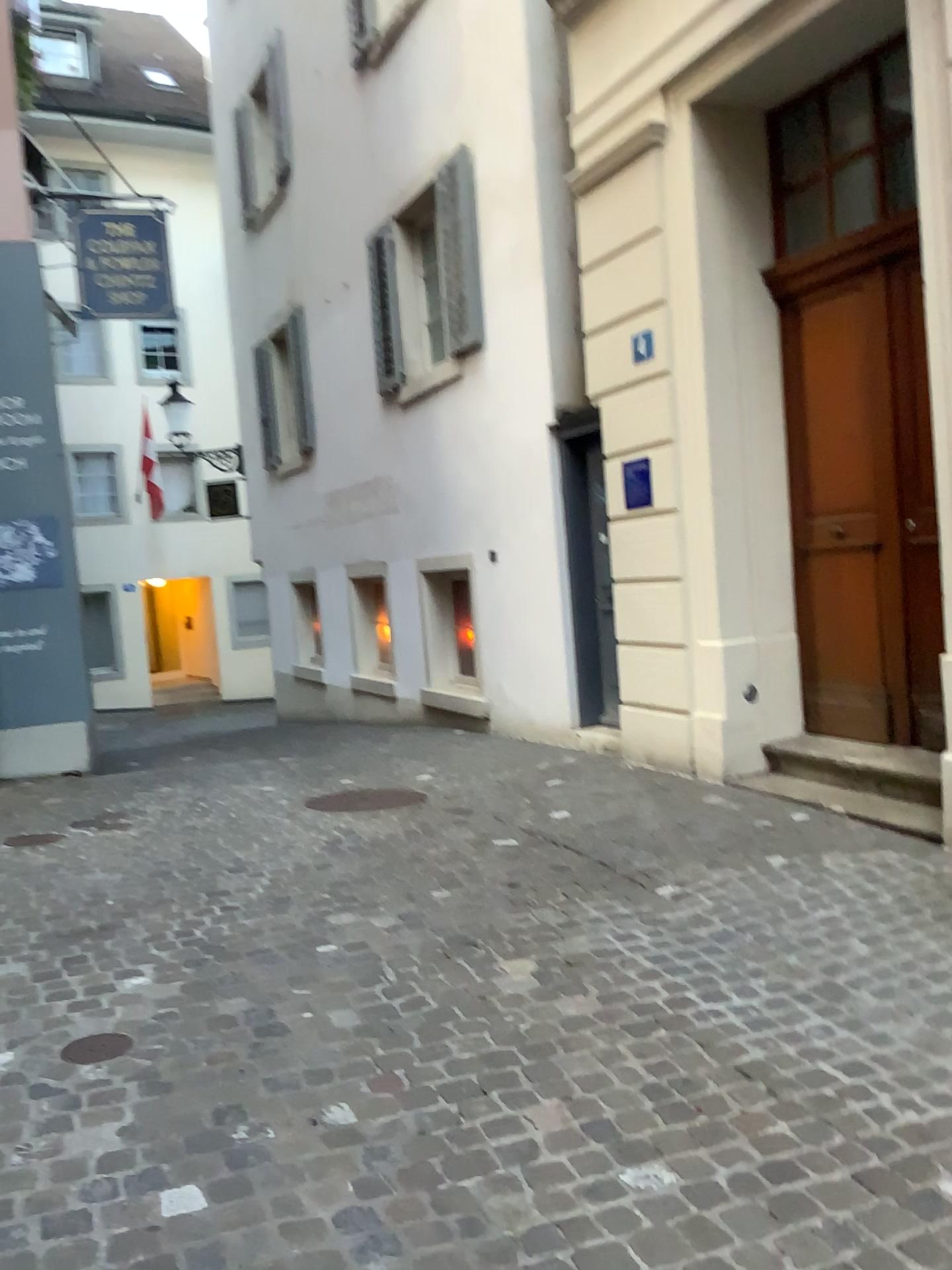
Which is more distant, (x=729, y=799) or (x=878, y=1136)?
(x=729, y=799)
